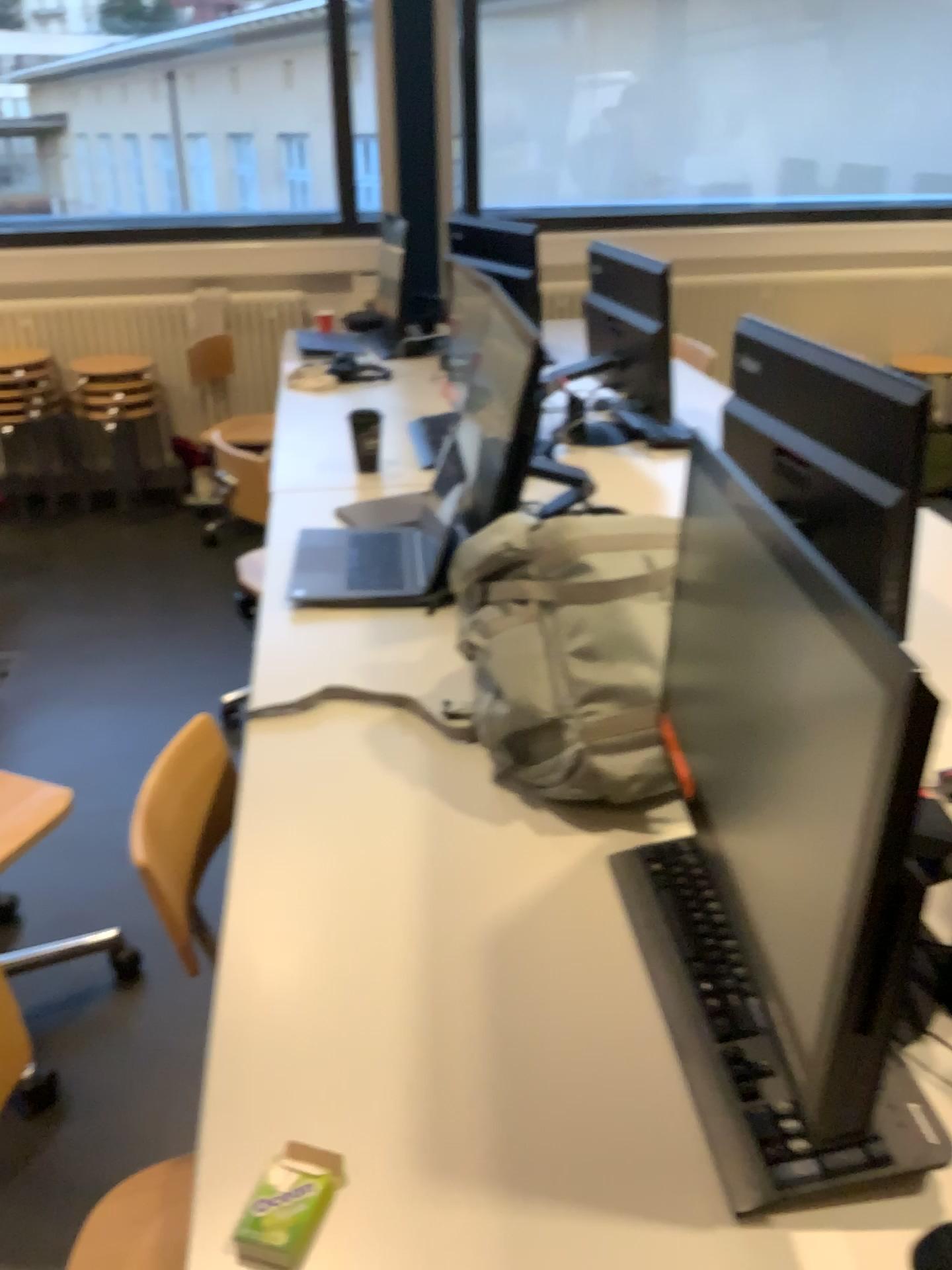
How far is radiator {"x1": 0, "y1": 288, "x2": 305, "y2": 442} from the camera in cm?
447

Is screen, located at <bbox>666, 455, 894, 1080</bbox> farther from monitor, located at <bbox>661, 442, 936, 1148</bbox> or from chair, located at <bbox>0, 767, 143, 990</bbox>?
chair, located at <bbox>0, 767, 143, 990</bbox>

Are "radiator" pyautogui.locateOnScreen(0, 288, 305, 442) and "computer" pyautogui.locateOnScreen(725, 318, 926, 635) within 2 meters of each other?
no

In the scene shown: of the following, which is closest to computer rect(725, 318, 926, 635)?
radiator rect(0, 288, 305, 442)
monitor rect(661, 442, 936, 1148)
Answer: monitor rect(661, 442, 936, 1148)

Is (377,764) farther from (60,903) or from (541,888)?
(60,903)

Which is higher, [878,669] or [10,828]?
[878,669]

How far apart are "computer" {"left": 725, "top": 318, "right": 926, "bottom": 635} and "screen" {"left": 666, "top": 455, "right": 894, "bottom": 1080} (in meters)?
0.42

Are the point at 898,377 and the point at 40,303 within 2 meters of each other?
no

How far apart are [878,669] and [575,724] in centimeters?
62cm

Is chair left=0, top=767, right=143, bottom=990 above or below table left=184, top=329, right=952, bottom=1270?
below
